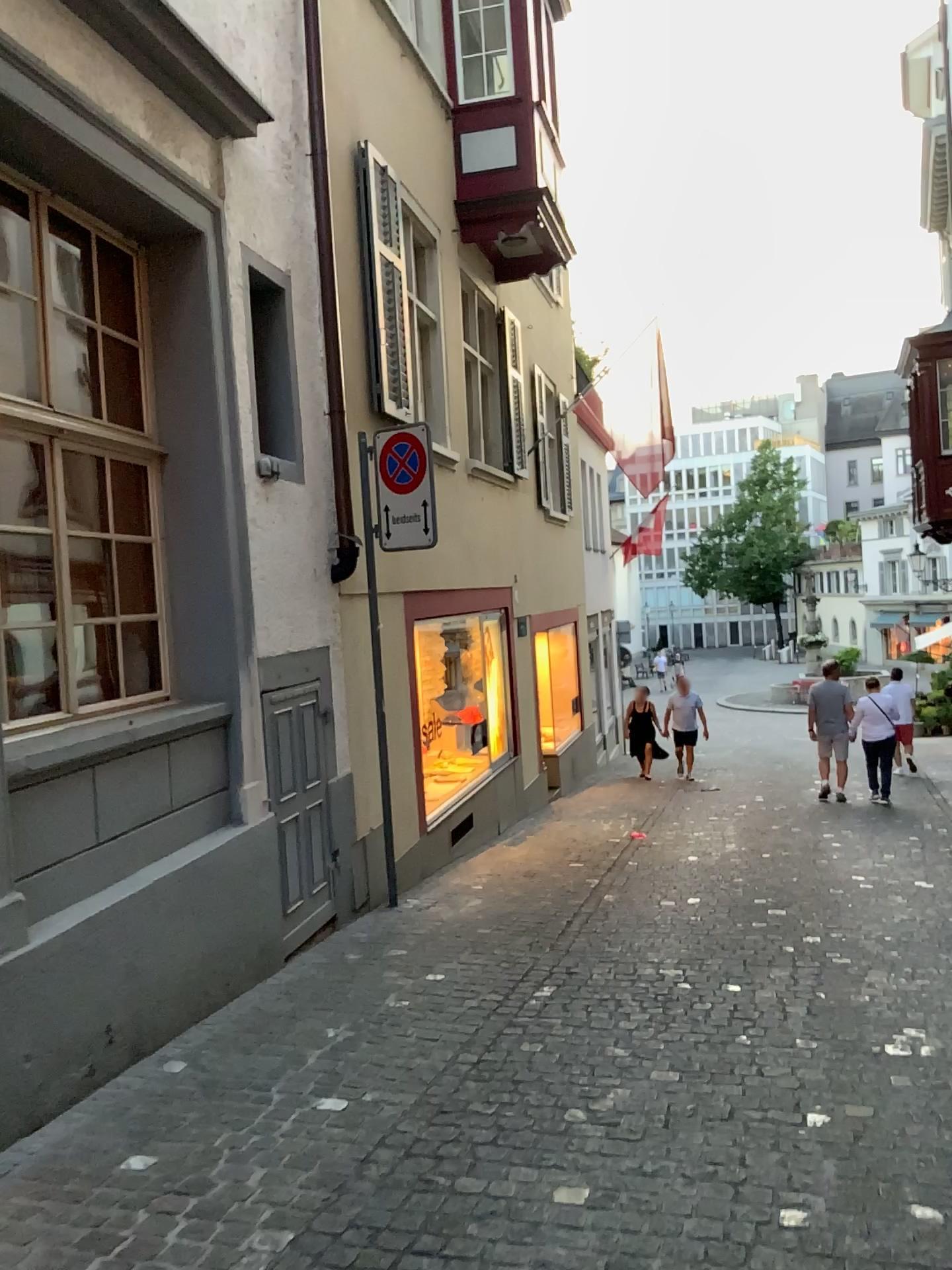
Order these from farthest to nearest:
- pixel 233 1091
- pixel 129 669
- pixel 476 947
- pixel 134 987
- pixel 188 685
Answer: pixel 476 947 < pixel 188 685 < pixel 129 669 < pixel 134 987 < pixel 233 1091
